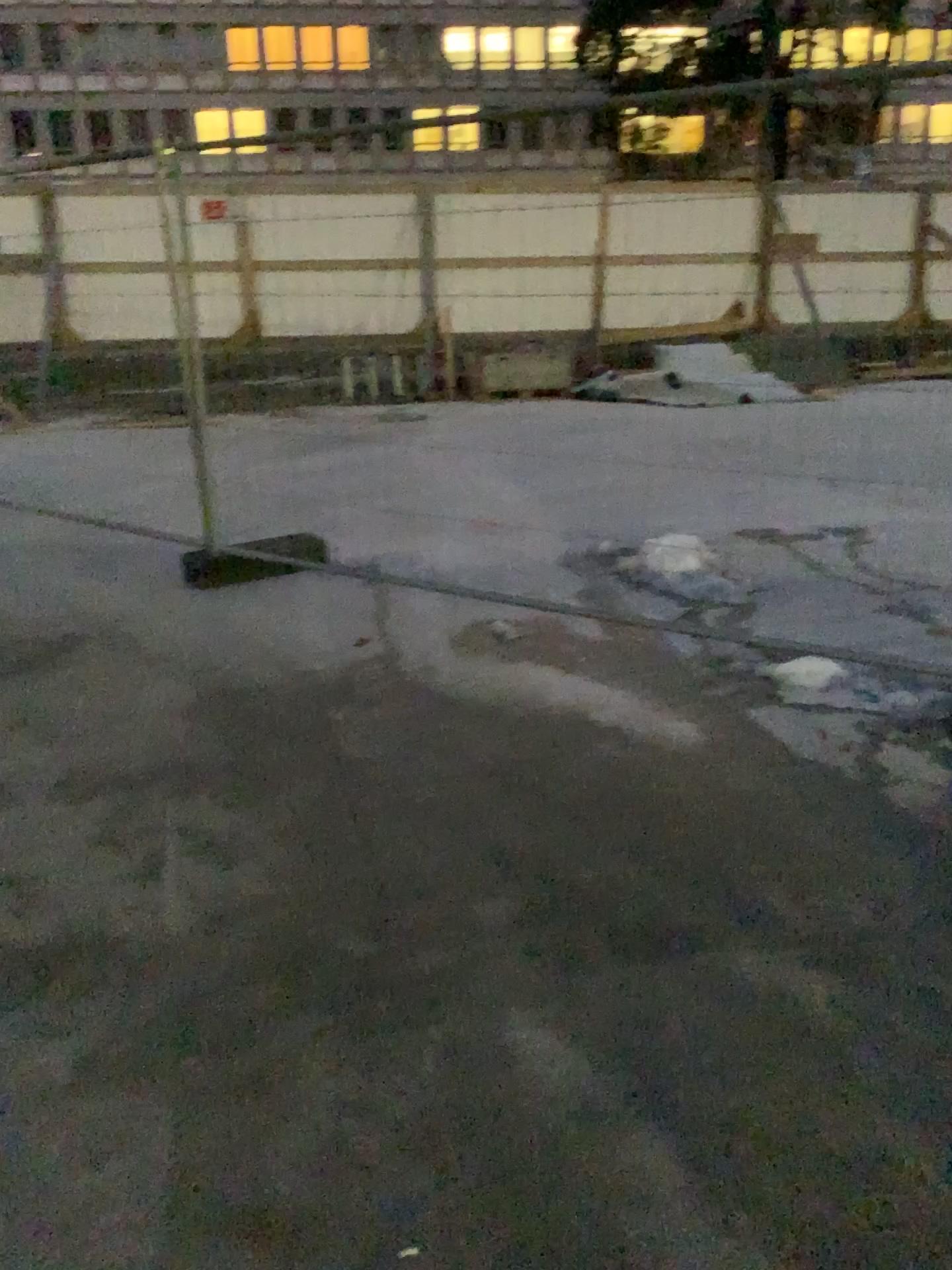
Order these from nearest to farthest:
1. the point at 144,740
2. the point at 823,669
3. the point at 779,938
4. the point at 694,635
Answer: the point at 779,938
the point at 144,740
the point at 823,669
the point at 694,635
